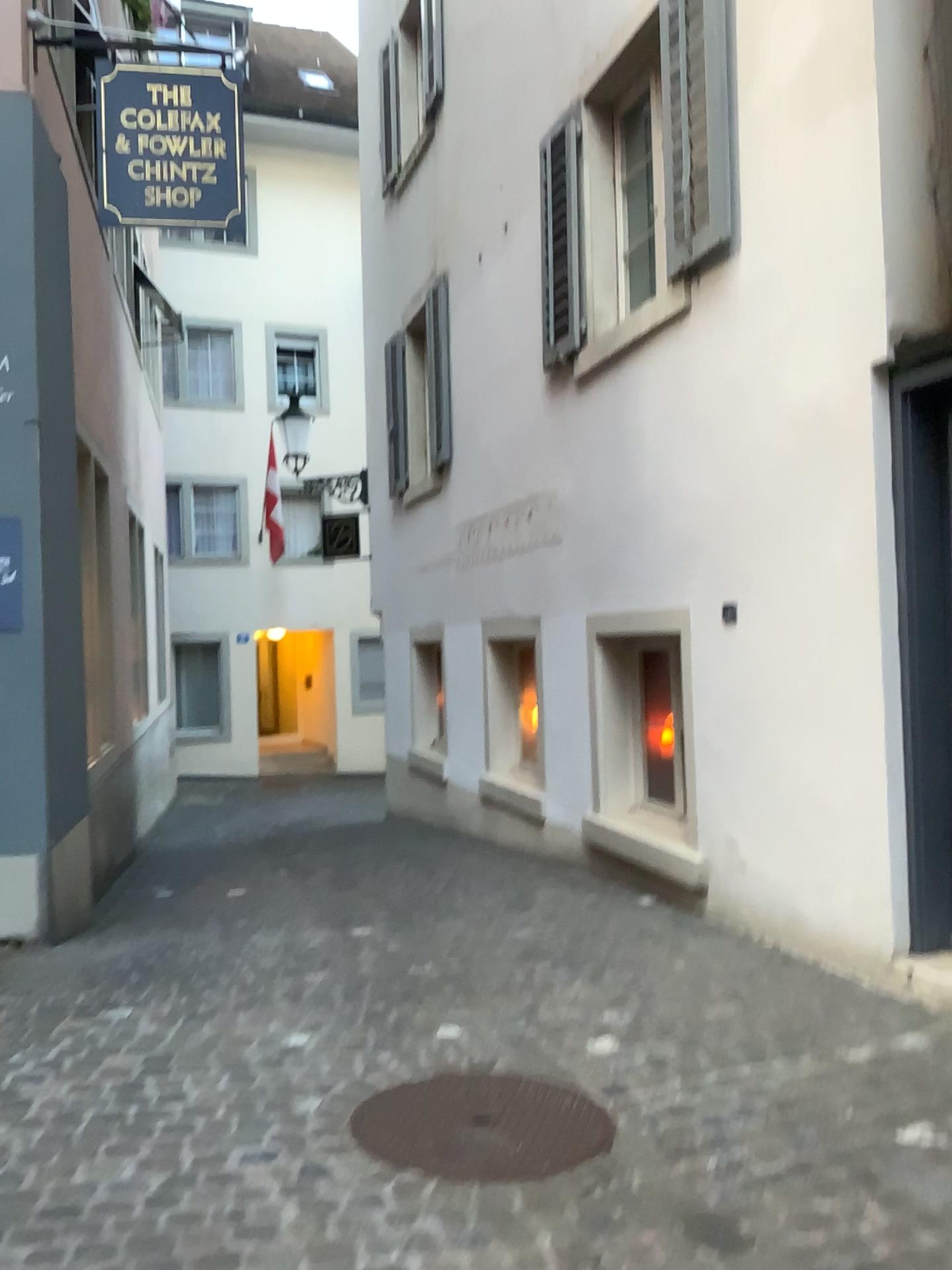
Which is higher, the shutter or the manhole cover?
the shutter

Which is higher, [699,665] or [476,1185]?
[699,665]

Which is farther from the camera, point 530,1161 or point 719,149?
point 719,149

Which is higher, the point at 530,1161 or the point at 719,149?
the point at 719,149

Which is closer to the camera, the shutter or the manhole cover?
the manhole cover
